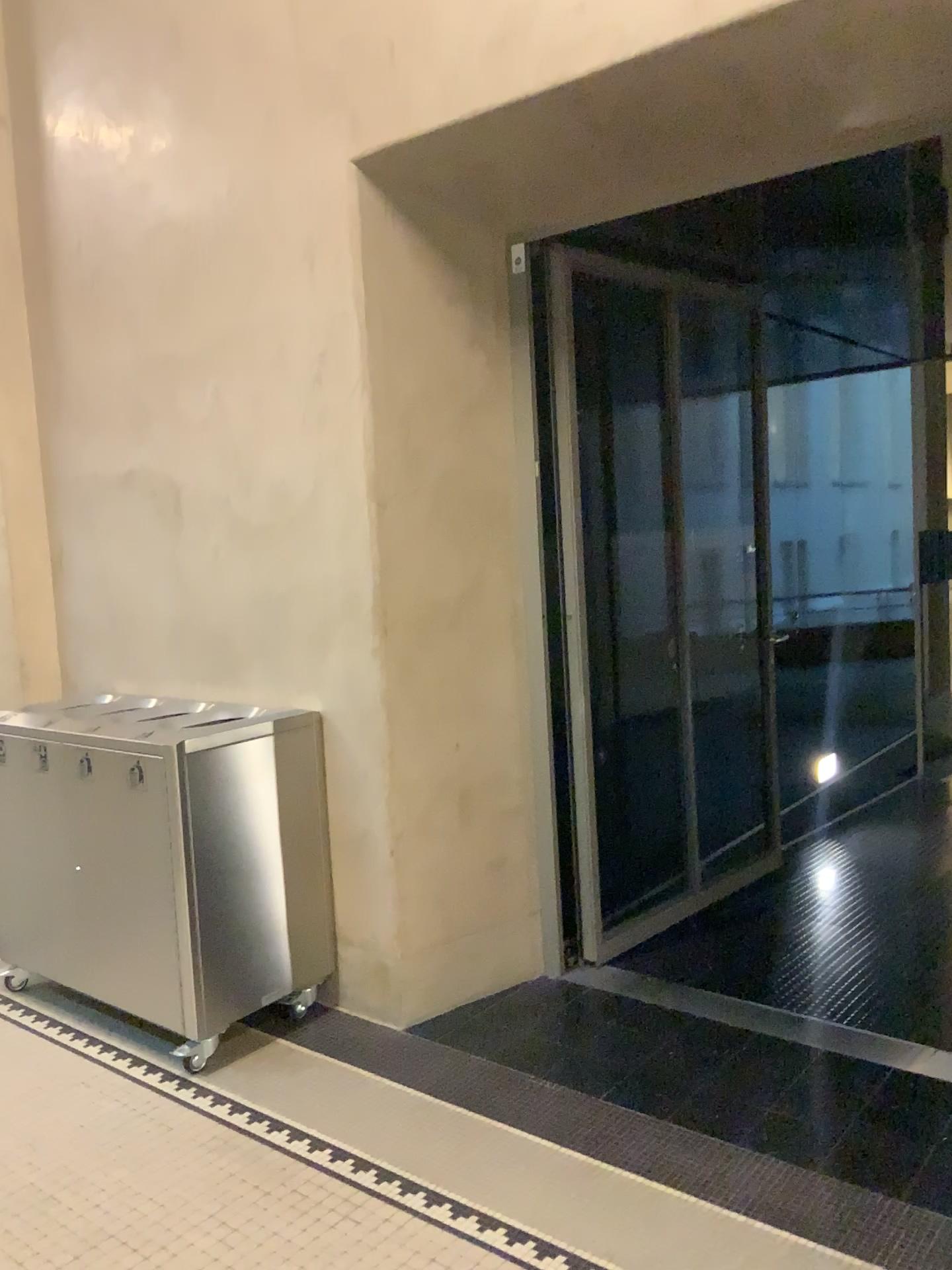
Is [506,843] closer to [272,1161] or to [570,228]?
[272,1161]
